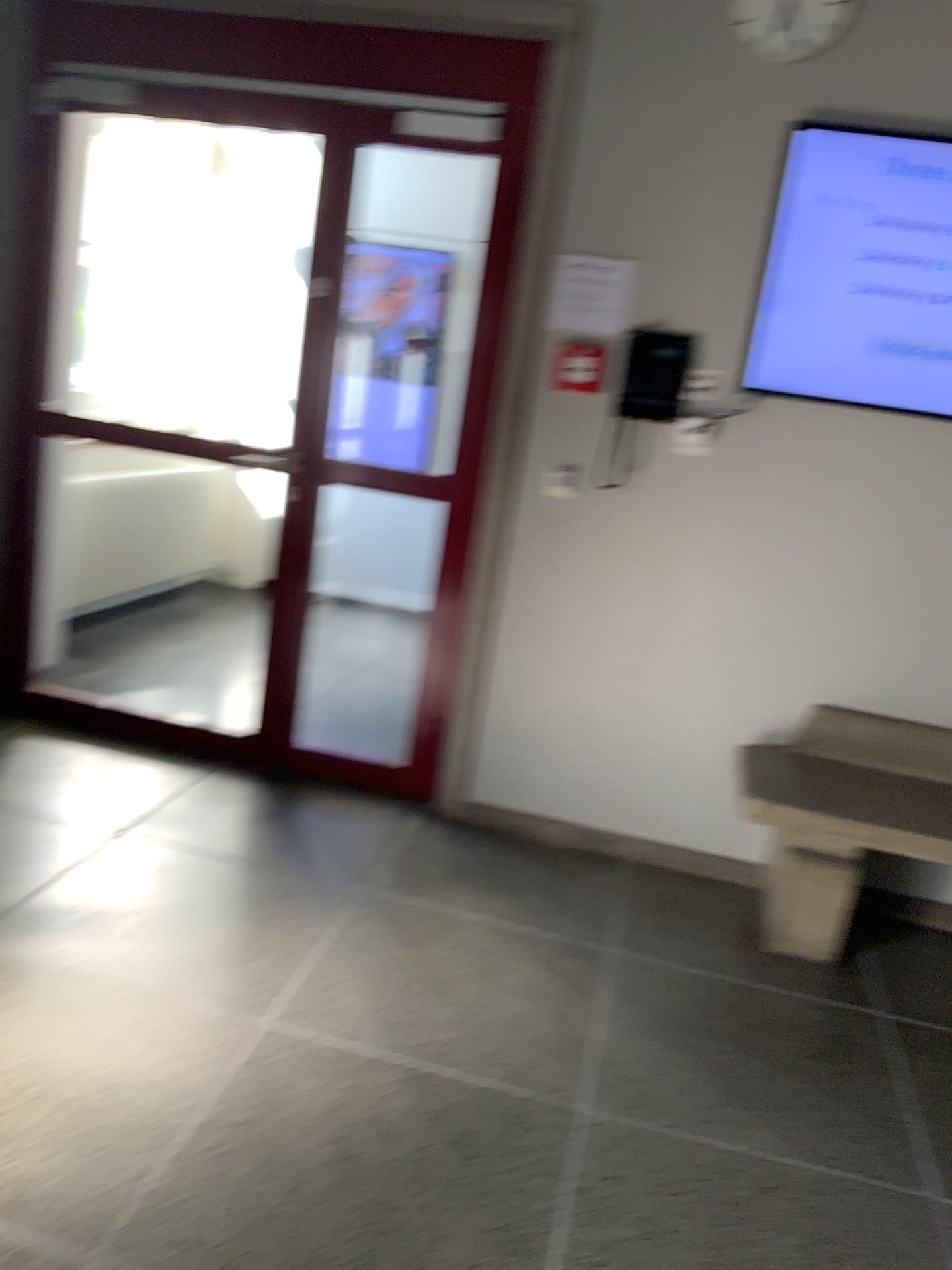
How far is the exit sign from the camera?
3.16m

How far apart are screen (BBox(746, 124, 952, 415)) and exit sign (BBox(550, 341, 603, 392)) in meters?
0.4

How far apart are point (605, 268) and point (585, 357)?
0.3 meters

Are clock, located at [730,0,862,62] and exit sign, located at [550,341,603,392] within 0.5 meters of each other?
no

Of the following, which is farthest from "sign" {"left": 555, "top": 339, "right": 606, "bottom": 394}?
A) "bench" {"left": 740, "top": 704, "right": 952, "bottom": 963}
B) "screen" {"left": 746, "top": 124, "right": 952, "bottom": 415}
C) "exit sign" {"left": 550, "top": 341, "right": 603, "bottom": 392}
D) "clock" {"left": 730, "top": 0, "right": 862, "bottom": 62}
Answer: "bench" {"left": 740, "top": 704, "right": 952, "bottom": 963}

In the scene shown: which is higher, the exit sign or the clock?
the clock

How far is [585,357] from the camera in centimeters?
316cm

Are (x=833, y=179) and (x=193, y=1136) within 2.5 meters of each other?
no

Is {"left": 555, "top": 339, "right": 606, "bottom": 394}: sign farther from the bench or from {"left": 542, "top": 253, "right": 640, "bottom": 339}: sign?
the bench

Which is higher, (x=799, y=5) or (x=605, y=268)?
(x=799, y=5)
